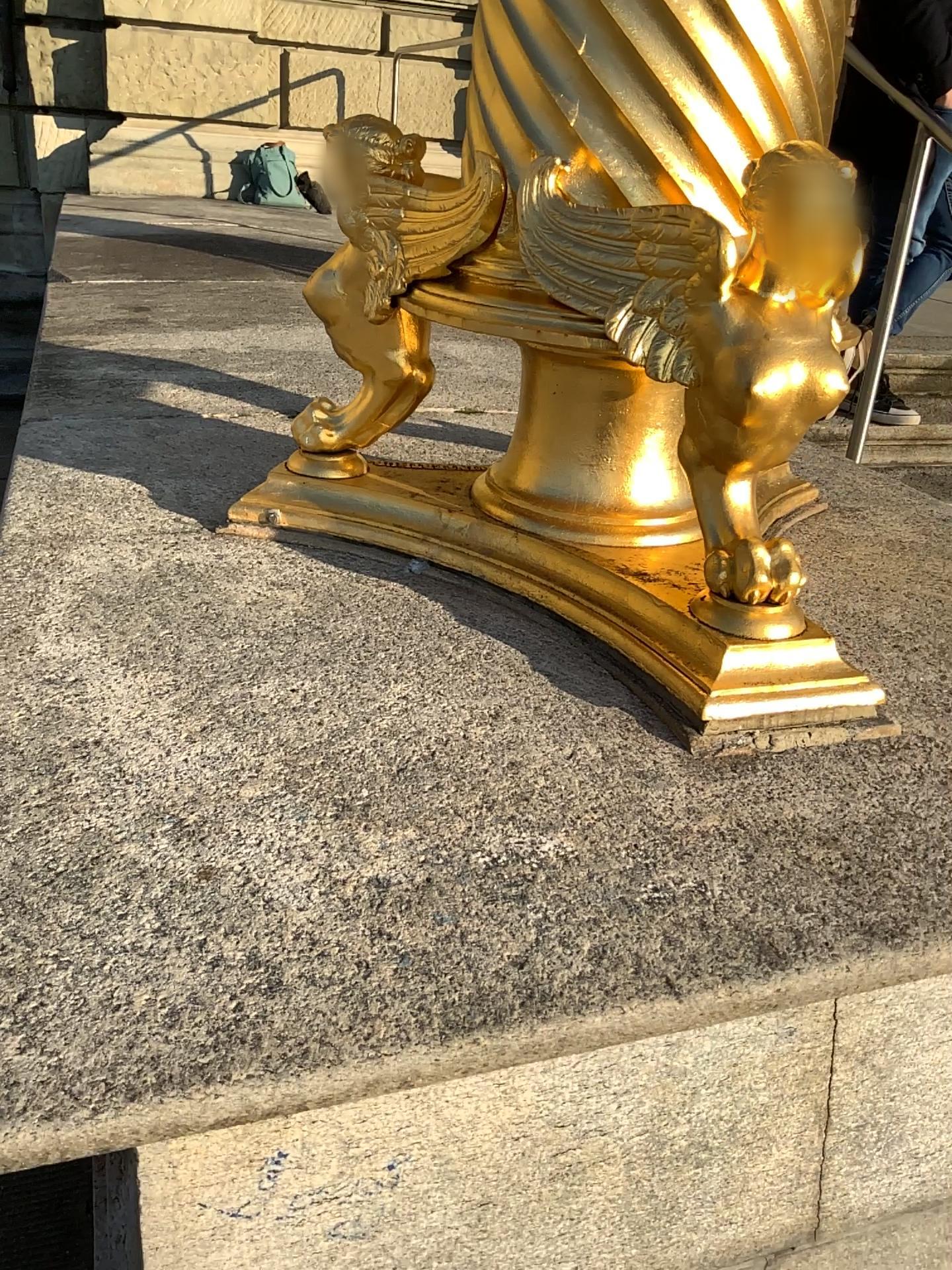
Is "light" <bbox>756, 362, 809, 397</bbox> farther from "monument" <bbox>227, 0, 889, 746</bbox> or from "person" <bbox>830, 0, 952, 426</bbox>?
"person" <bbox>830, 0, 952, 426</bbox>

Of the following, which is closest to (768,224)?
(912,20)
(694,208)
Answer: (694,208)

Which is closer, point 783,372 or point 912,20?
point 783,372

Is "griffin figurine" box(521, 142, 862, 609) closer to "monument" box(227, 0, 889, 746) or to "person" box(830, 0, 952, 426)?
"monument" box(227, 0, 889, 746)

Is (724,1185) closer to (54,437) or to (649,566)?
(649,566)

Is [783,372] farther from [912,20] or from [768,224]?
[912,20]

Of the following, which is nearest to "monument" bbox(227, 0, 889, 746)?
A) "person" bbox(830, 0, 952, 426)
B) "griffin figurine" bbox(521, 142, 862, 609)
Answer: "griffin figurine" bbox(521, 142, 862, 609)

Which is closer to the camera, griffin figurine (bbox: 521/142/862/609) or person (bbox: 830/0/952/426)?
griffin figurine (bbox: 521/142/862/609)

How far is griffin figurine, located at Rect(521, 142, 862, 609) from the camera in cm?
91
